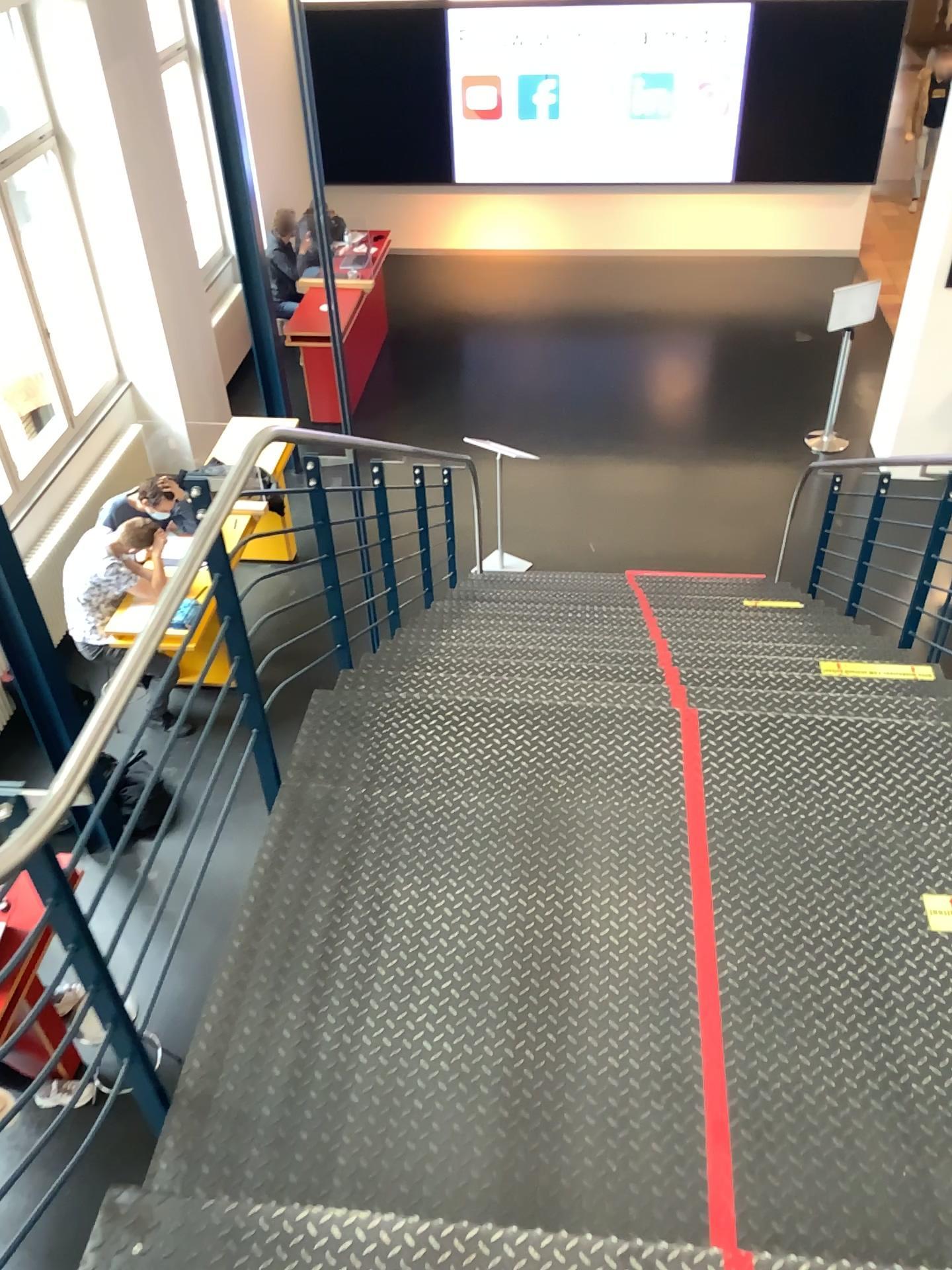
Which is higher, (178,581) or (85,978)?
(178,581)
